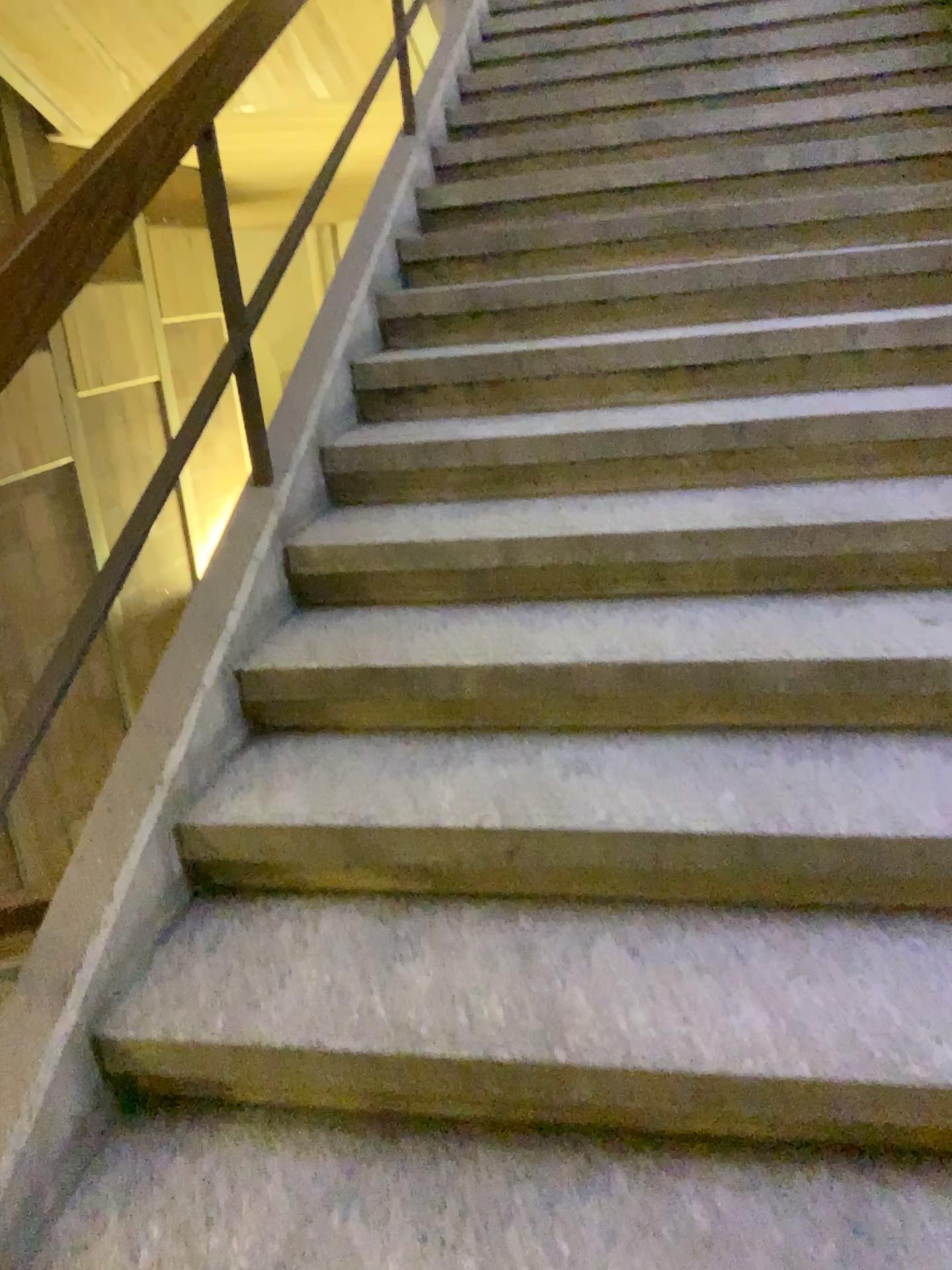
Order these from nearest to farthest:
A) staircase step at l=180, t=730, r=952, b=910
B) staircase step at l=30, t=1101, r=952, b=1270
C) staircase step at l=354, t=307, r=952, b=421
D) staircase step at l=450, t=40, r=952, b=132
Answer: staircase step at l=30, t=1101, r=952, b=1270 → staircase step at l=180, t=730, r=952, b=910 → staircase step at l=354, t=307, r=952, b=421 → staircase step at l=450, t=40, r=952, b=132

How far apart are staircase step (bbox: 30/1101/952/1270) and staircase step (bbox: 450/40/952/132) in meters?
3.5

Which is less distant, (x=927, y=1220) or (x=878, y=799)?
(x=927, y=1220)

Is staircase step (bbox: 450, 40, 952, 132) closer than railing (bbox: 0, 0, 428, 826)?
No

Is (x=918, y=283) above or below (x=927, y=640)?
above

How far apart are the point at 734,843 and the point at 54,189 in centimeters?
144cm

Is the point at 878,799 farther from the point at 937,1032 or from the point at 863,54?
the point at 863,54

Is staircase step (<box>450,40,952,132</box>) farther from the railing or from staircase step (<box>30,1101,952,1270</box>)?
staircase step (<box>30,1101,952,1270</box>)

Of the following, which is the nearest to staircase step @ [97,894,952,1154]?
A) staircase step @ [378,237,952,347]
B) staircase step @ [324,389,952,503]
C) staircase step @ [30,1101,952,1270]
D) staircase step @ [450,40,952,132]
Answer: staircase step @ [30,1101,952,1270]

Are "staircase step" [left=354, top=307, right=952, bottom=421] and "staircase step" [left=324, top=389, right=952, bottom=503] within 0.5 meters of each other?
yes
